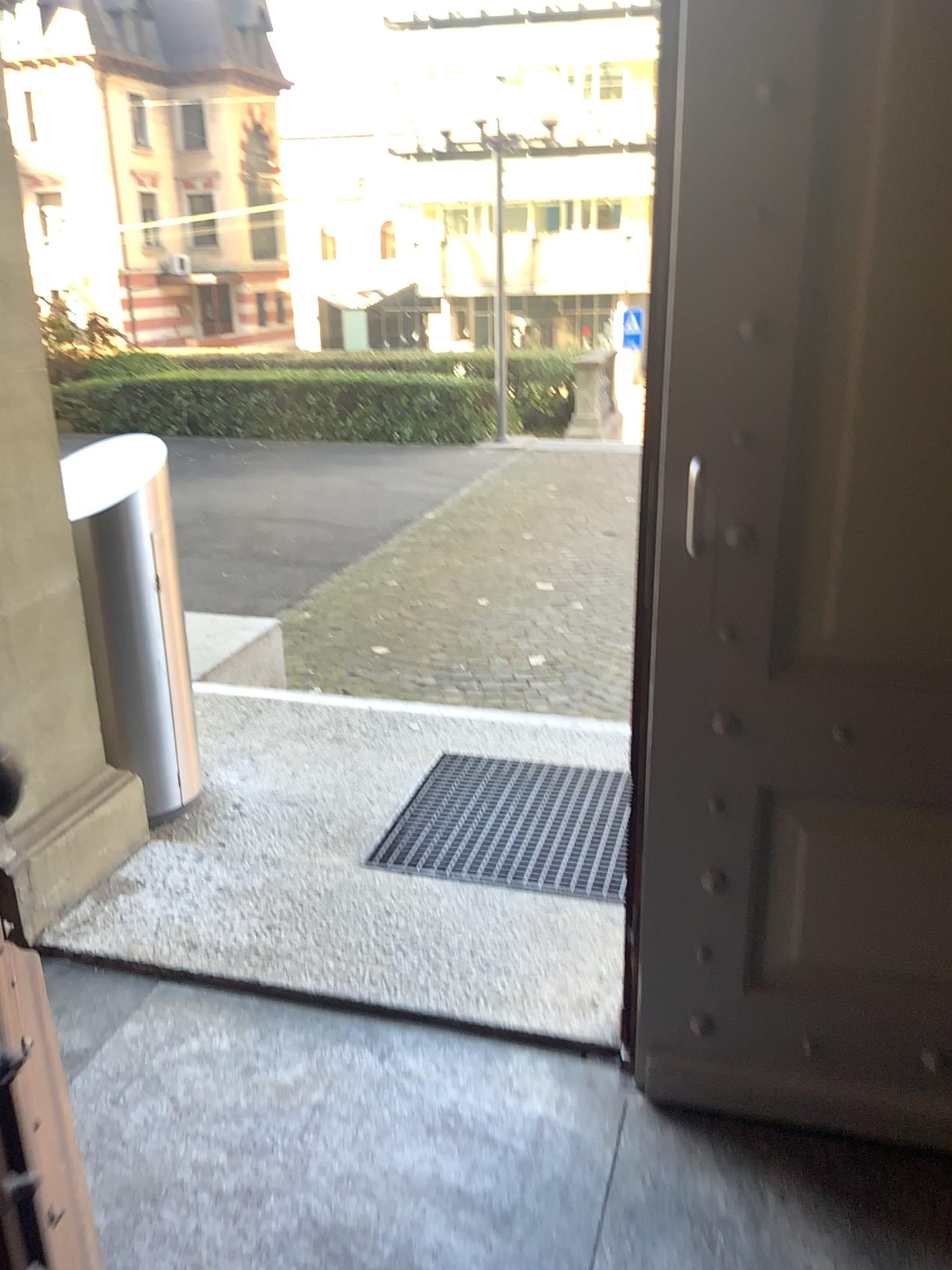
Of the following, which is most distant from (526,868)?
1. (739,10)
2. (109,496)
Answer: (739,10)

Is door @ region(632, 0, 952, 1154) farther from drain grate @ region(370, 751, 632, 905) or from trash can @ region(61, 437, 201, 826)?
trash can @ region(61, 437, 201, 826)

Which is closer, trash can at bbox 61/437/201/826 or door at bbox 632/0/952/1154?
door at bbox 632/0/952/1154

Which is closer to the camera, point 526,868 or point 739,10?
point 739,10

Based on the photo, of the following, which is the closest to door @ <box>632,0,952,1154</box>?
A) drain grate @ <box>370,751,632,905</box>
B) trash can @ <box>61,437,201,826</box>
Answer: drain grate @ <box>370,751,632,905</box>

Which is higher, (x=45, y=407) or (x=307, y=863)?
(x=45, y=407)

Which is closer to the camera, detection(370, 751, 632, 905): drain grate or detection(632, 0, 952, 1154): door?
detection(632, 0, 952, 1154): door

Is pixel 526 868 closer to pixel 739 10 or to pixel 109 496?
pixel 109 496
